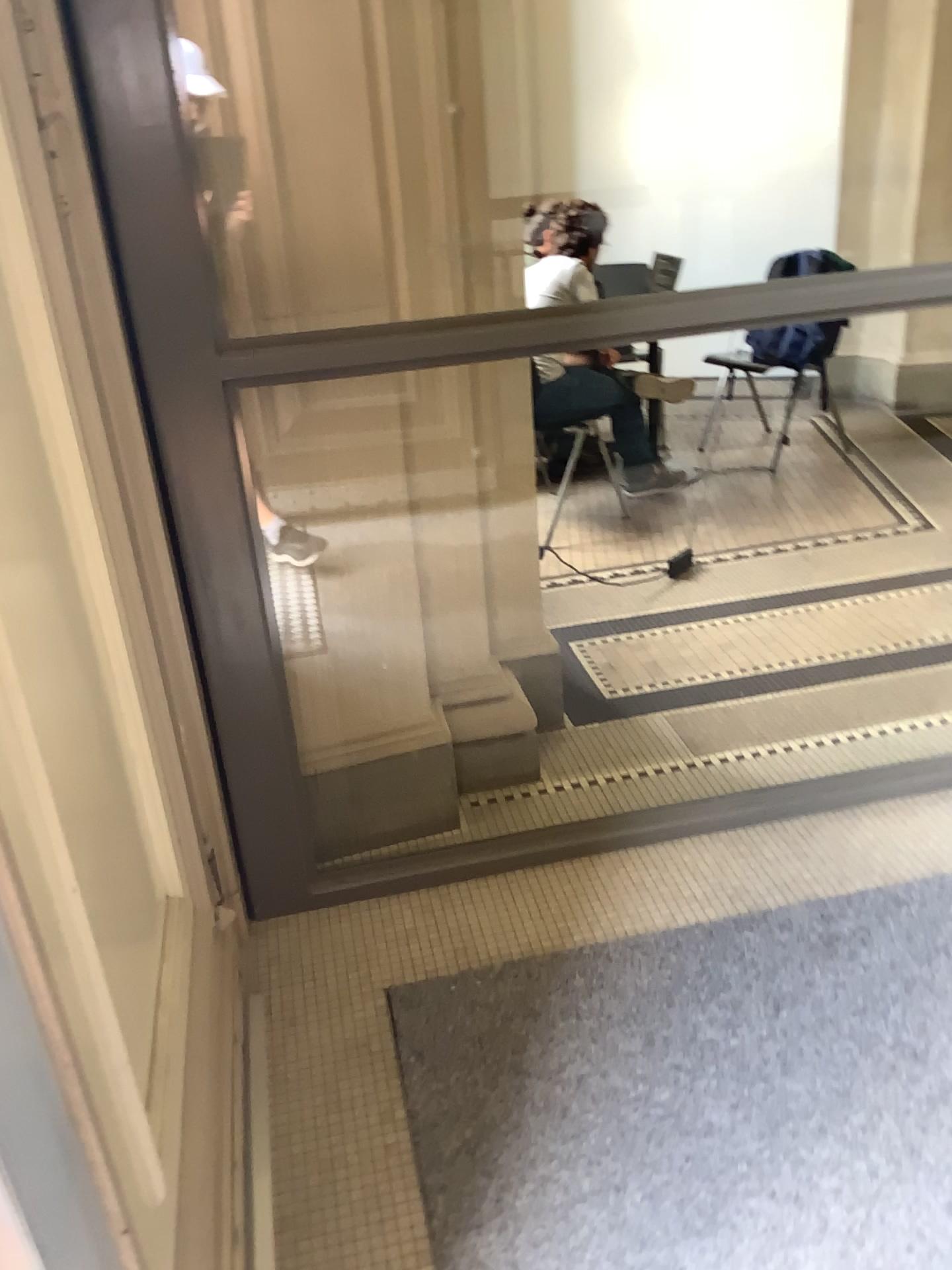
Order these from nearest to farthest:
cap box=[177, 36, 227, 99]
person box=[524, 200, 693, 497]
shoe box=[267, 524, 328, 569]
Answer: cap box=[177, 36, 227, 99]
shoe box=[267, 524, 328, 569]
person box=[524, 200, 693, 497]

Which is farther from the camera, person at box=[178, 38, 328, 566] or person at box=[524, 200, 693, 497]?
person at box=[524, 200, 693, 497]

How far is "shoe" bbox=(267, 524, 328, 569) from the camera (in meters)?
2.12

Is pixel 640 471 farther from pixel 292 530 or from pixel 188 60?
pixel 188 60

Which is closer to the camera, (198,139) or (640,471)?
(198,139)

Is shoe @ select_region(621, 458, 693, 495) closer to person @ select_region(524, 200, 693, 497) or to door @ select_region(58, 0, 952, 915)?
person @ select_region(524, 200, 693, 497)

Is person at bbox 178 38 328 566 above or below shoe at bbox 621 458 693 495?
above

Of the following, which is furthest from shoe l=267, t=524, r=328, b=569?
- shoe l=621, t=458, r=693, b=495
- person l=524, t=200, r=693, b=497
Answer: shoe l=621, t=458, r=693, b=495

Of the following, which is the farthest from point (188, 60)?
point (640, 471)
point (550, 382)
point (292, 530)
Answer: point (640, 471)

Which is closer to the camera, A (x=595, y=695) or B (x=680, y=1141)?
B (x=680, y=1141)
